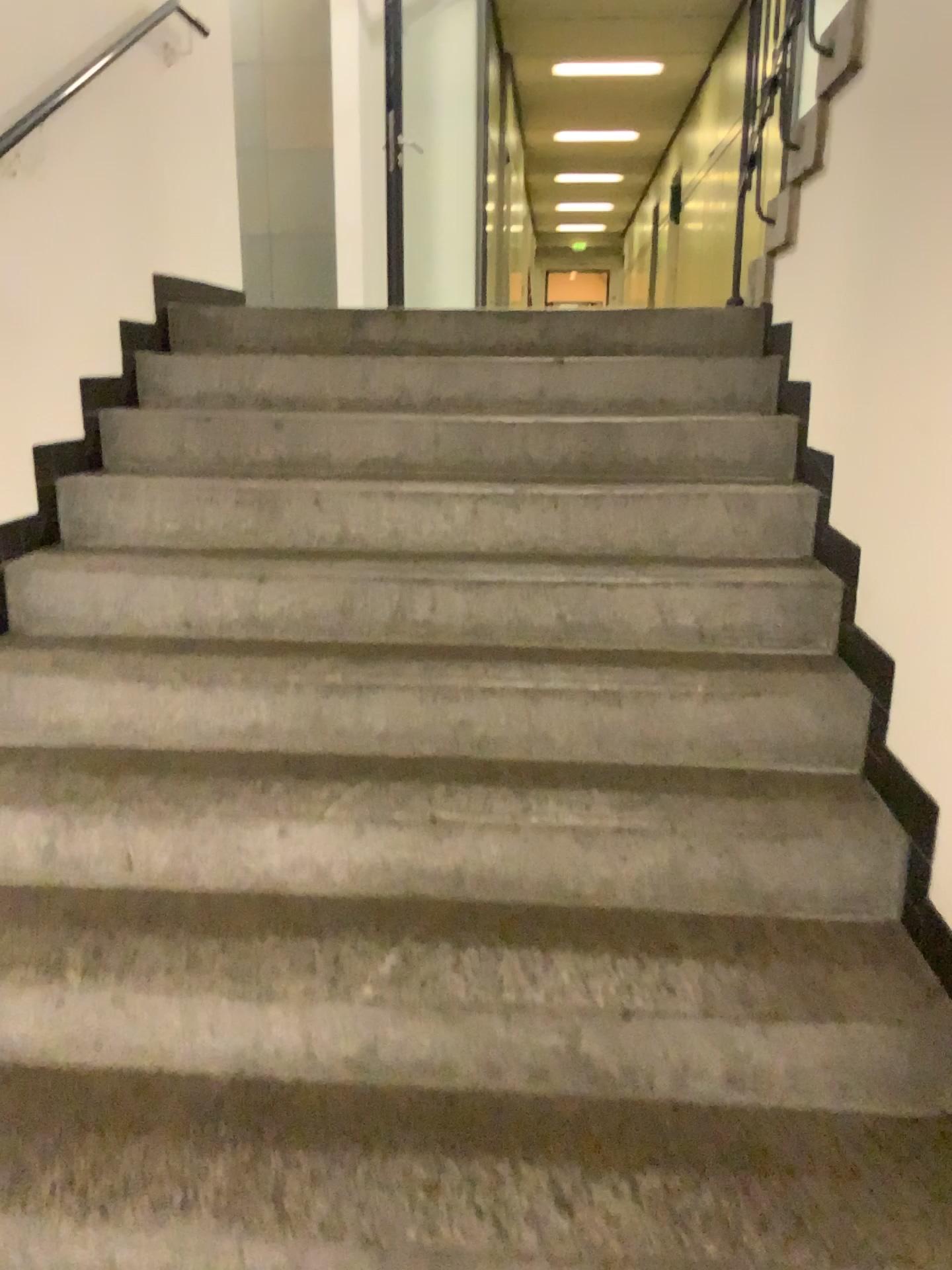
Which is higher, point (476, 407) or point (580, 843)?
point (476, 407)
